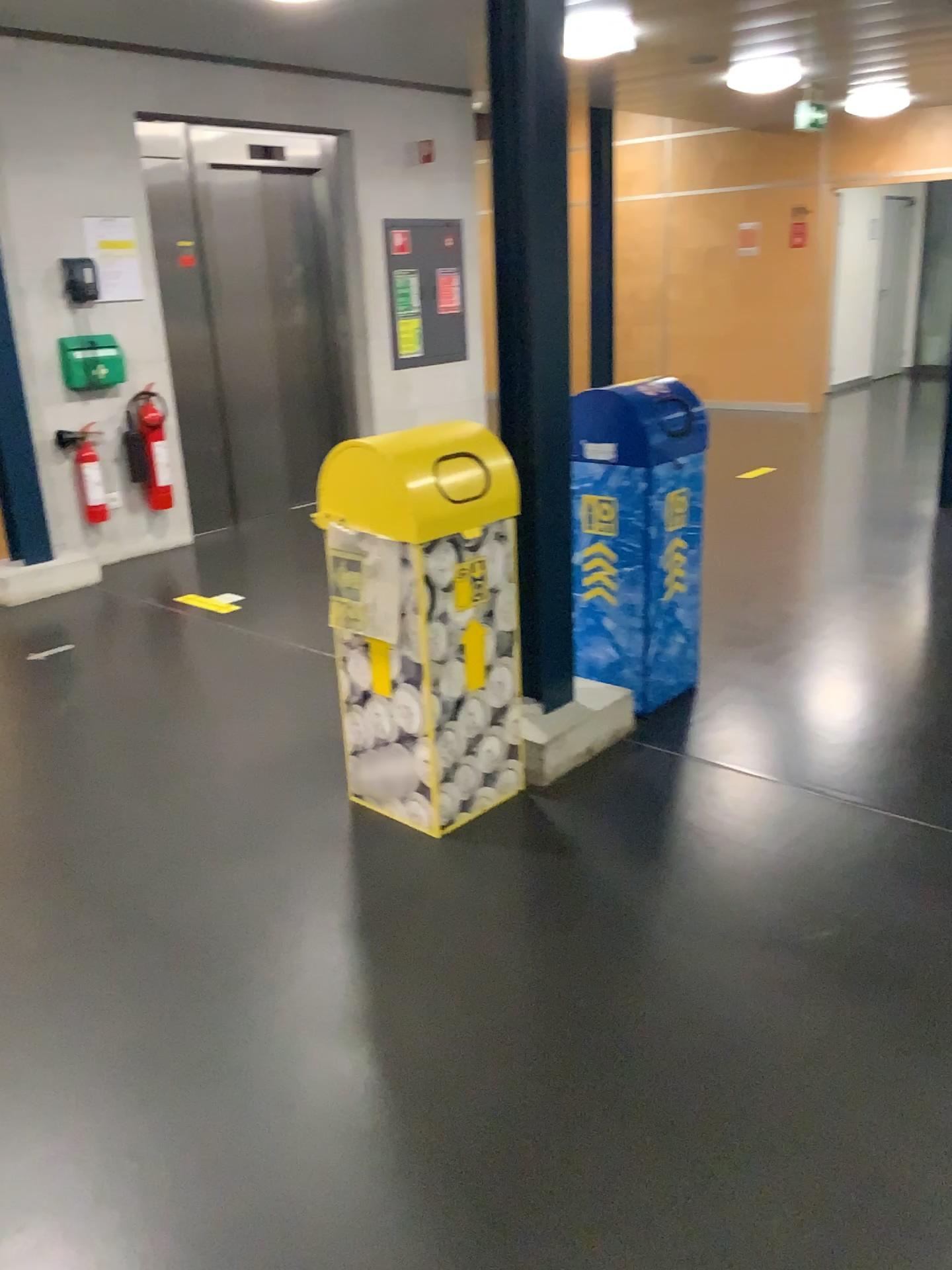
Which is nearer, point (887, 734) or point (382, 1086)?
point (382, 1086)

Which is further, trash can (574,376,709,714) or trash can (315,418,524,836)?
trash can (574,376,709,714)

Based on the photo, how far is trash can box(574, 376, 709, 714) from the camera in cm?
332

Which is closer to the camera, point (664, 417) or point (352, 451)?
point (352, 451)

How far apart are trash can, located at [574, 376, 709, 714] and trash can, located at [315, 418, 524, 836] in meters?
0.4 m

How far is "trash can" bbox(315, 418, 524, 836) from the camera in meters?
2.7 m

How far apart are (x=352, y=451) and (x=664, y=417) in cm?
114

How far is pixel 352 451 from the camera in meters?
2.7
